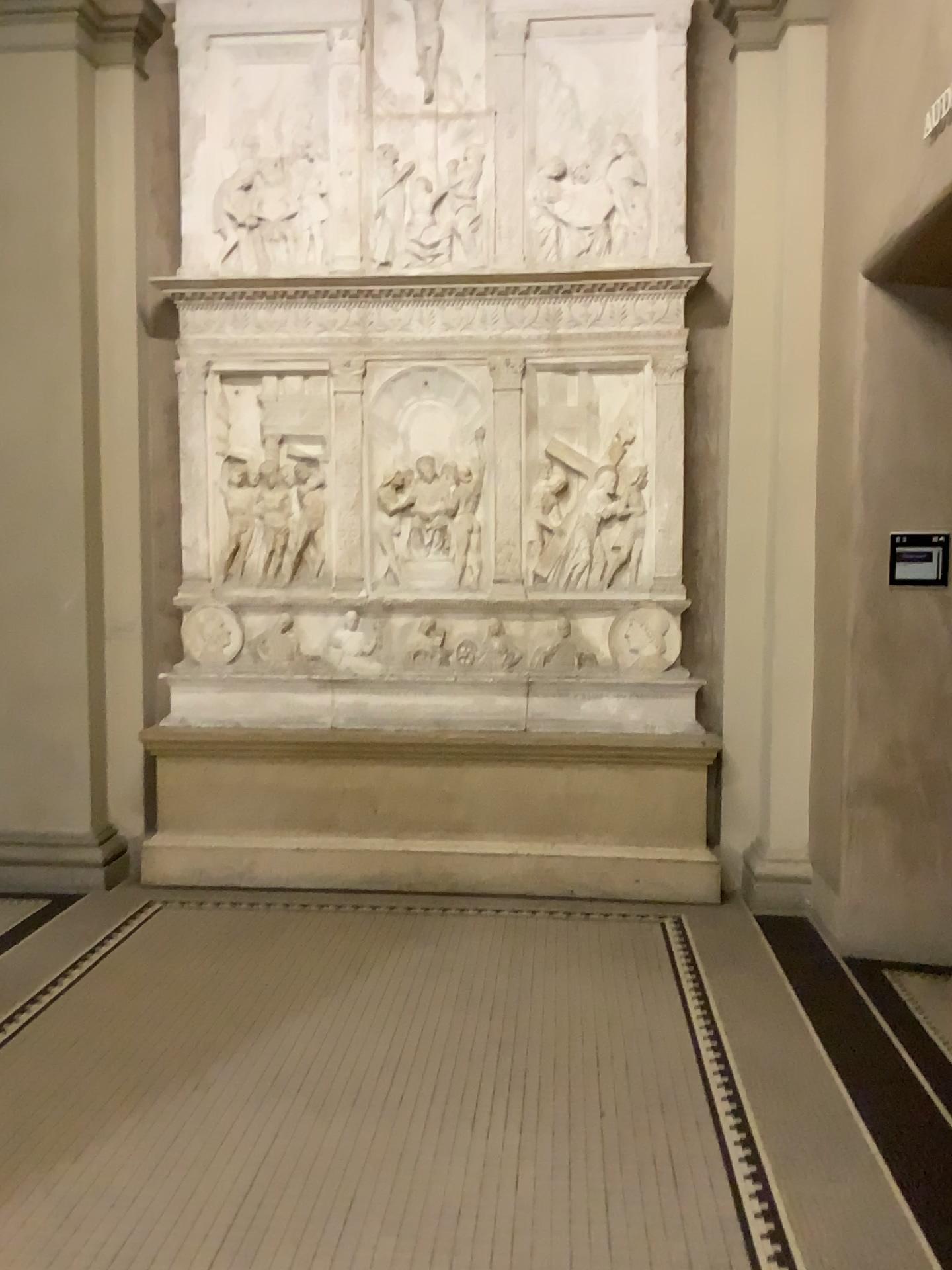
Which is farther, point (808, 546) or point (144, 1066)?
point (808, 546)
